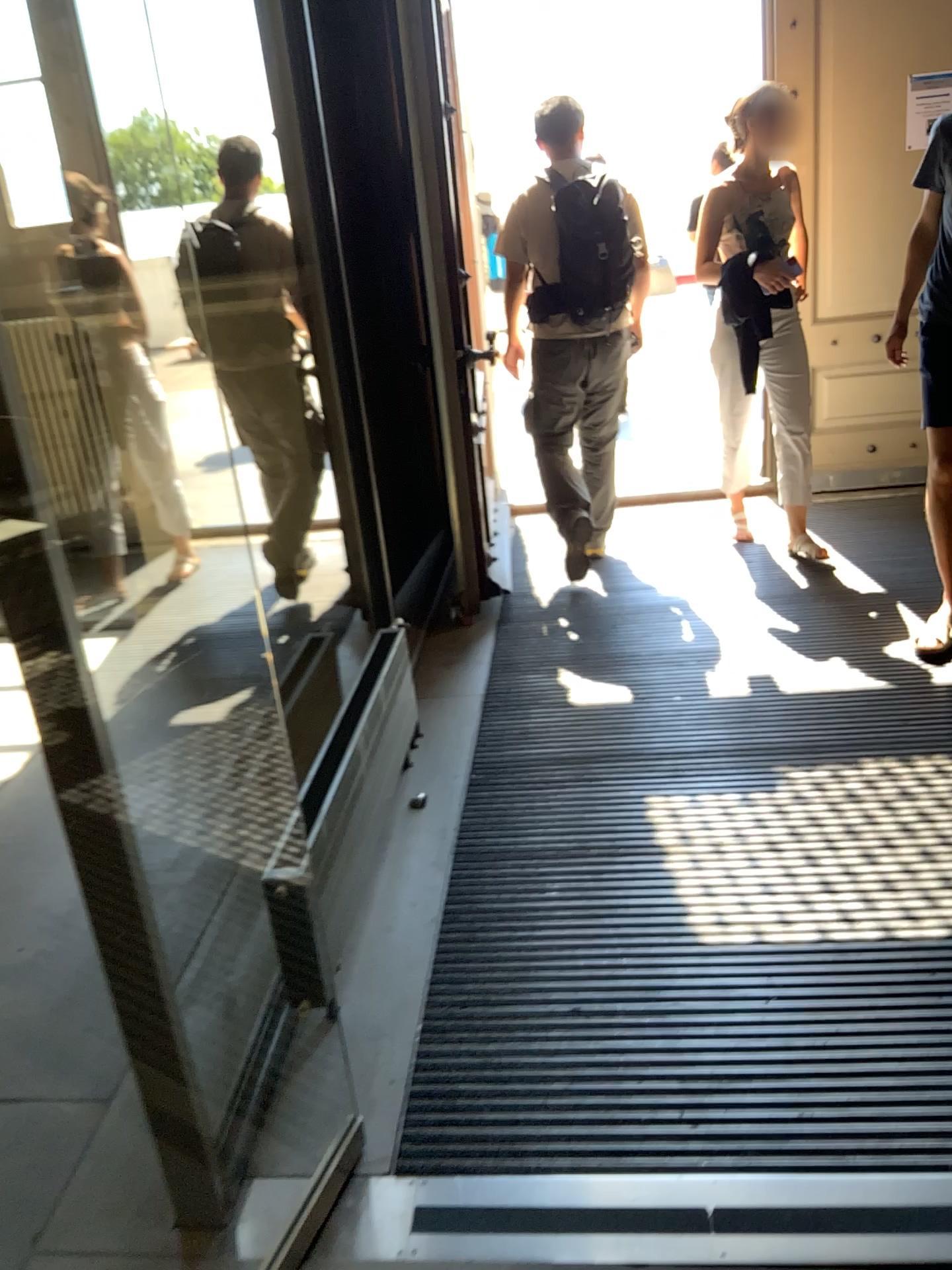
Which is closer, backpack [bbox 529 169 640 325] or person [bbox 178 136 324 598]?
person [bbox 178 136 324 598]

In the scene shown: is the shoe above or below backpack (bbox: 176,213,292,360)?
below

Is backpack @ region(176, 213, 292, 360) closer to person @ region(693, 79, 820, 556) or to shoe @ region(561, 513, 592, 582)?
shoe @ region(561, 513, 592, 582)

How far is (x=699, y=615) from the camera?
3.8 meters

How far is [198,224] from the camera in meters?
3.6

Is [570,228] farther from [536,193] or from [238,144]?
[238,144]

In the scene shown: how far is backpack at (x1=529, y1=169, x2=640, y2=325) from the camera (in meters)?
3.90

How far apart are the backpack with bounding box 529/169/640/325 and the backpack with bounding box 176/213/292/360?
0.9m

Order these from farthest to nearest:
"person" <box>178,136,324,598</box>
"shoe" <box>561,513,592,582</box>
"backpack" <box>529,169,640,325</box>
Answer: "shoe" <box>561,513,592,582</box> → "backpack" <box>529,169,640,325</box> → "person" <box>178,136,324,598</box>

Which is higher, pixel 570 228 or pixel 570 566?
pixel 570 228
